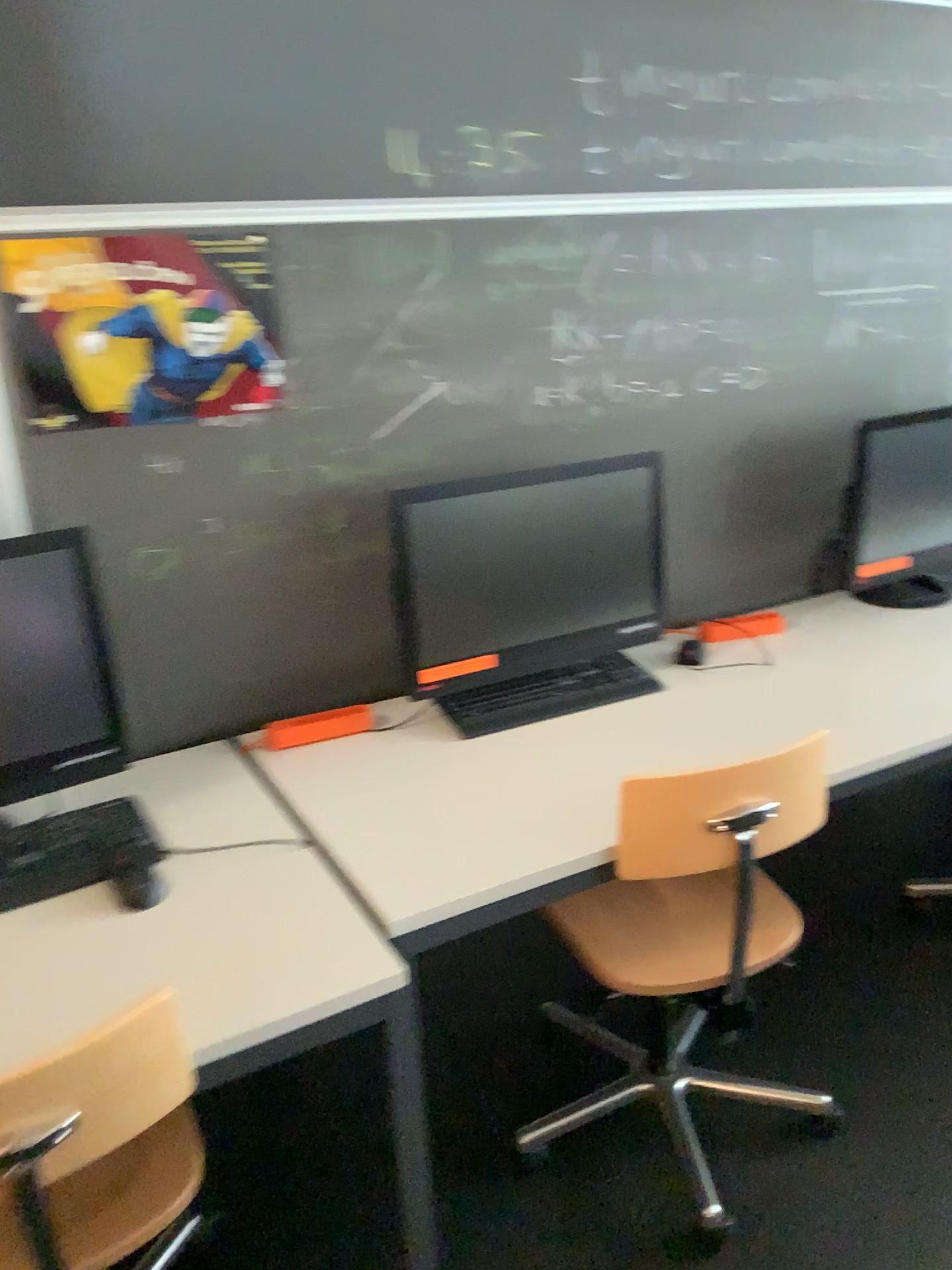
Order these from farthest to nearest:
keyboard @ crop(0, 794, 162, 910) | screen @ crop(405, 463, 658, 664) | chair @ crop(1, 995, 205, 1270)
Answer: screen @ crop(405, 463, 658, 664) < keyboard @ crop(0, 794, 162, 910) < chair @ crop(1, 995, 205, 1270)

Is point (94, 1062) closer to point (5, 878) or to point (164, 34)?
point (5, 878)

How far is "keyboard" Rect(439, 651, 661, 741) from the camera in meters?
2.0 m

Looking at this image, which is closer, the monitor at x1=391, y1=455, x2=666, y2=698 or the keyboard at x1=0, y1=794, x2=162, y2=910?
the keyboard at x1=0, y1=794, x2=162, y2=910

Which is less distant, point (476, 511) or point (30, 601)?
point (30, 601)

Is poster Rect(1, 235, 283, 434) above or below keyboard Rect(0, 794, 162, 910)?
above

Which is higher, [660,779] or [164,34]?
[164,34]

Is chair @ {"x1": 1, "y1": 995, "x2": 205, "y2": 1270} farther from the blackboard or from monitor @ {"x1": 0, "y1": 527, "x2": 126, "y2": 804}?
the blackboard

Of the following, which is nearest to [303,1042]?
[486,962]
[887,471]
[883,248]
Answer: [486,962]

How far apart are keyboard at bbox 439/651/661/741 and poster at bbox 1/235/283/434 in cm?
65
